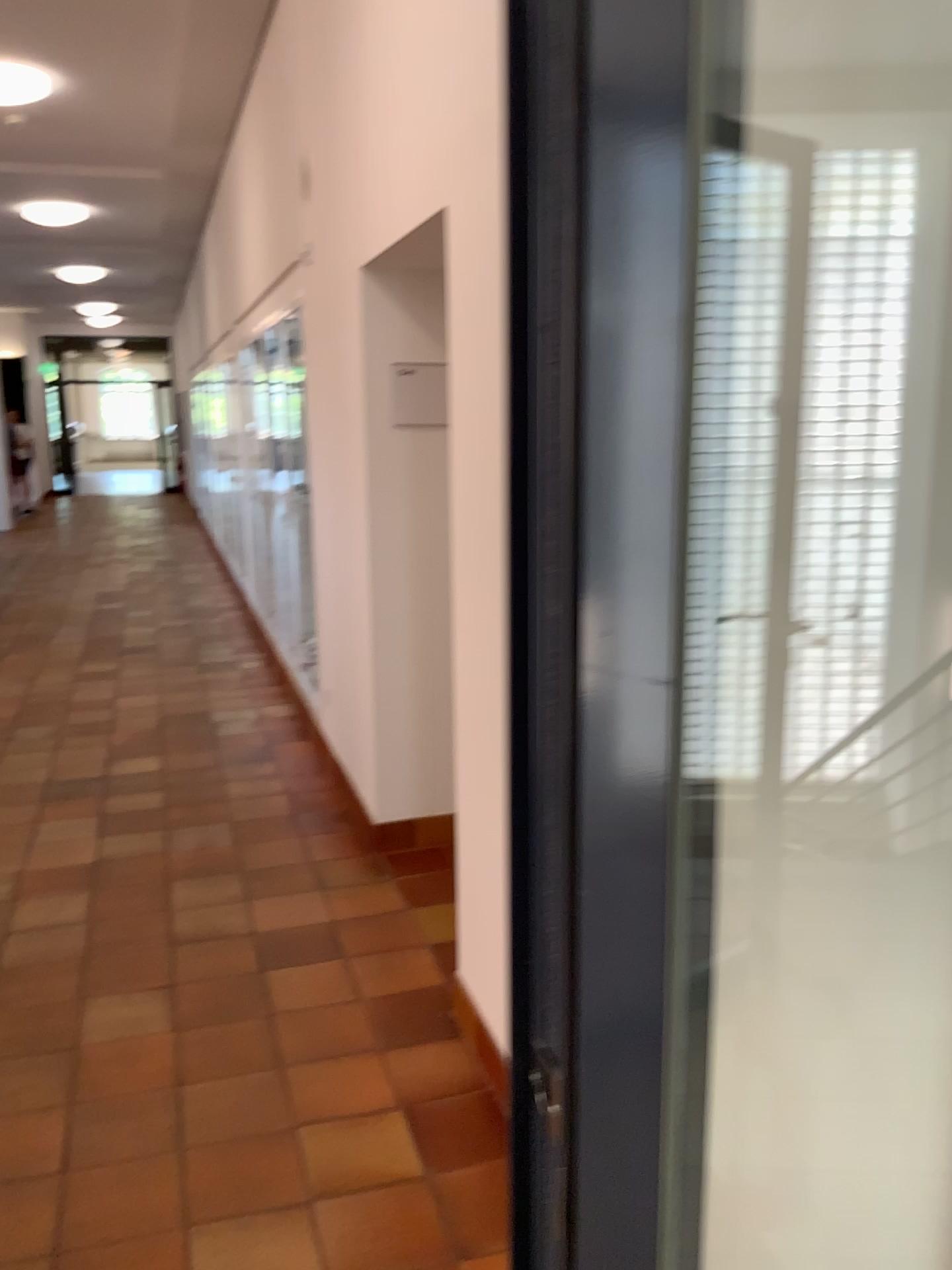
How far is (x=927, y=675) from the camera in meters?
1.1 m

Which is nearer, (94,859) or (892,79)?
(892,79)

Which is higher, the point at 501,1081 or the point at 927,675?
the point at 927,675

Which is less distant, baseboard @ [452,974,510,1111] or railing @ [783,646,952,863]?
railing @ [783,646,952,863]

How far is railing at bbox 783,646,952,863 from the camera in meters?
1.1 m

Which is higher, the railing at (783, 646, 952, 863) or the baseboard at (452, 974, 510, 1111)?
the railing at (783, 646, 952, 863)

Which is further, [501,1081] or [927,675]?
[501,1081]
